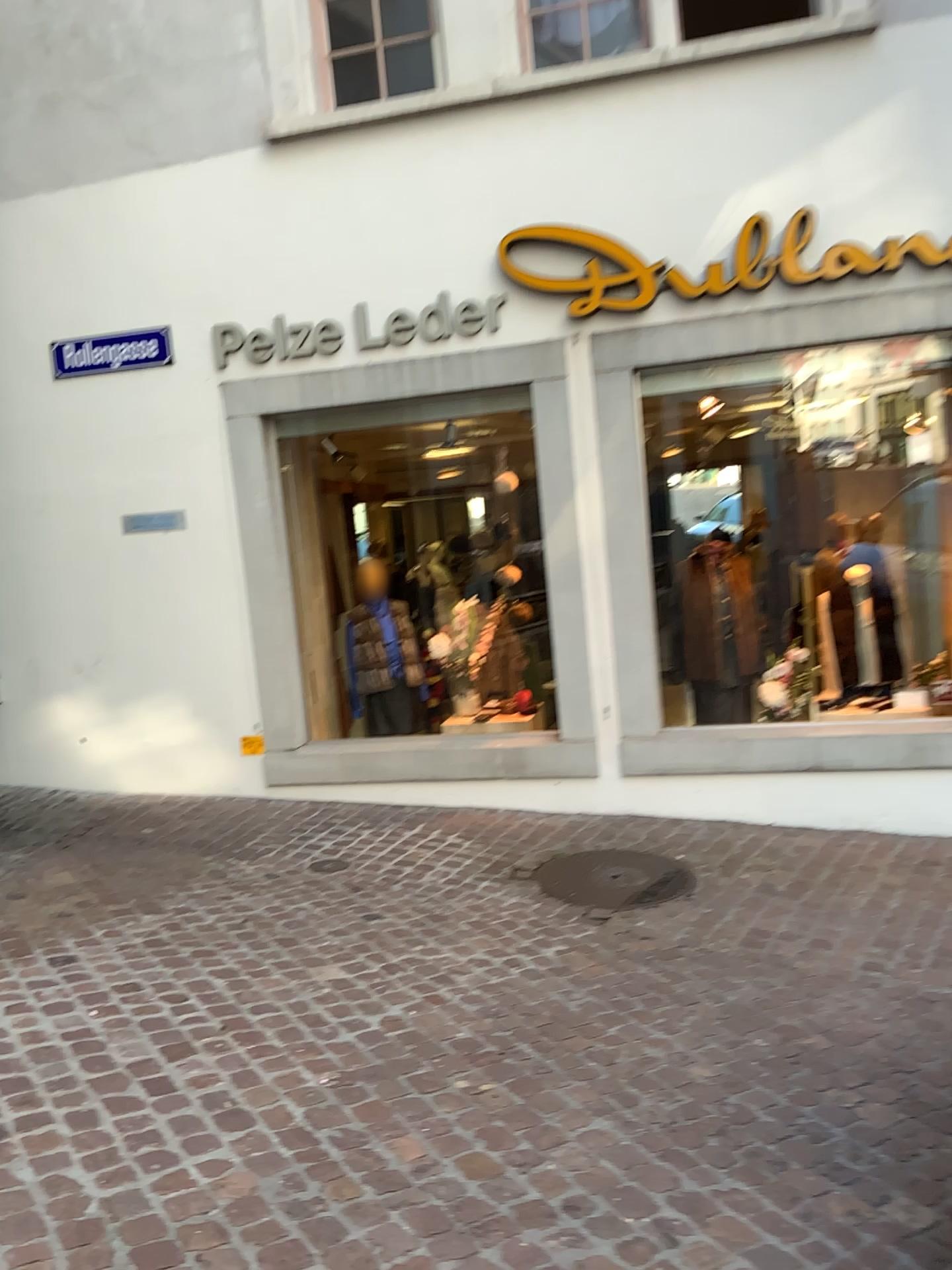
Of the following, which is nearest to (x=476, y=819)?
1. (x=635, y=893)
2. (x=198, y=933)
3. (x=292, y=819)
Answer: (x=292, y=819)
